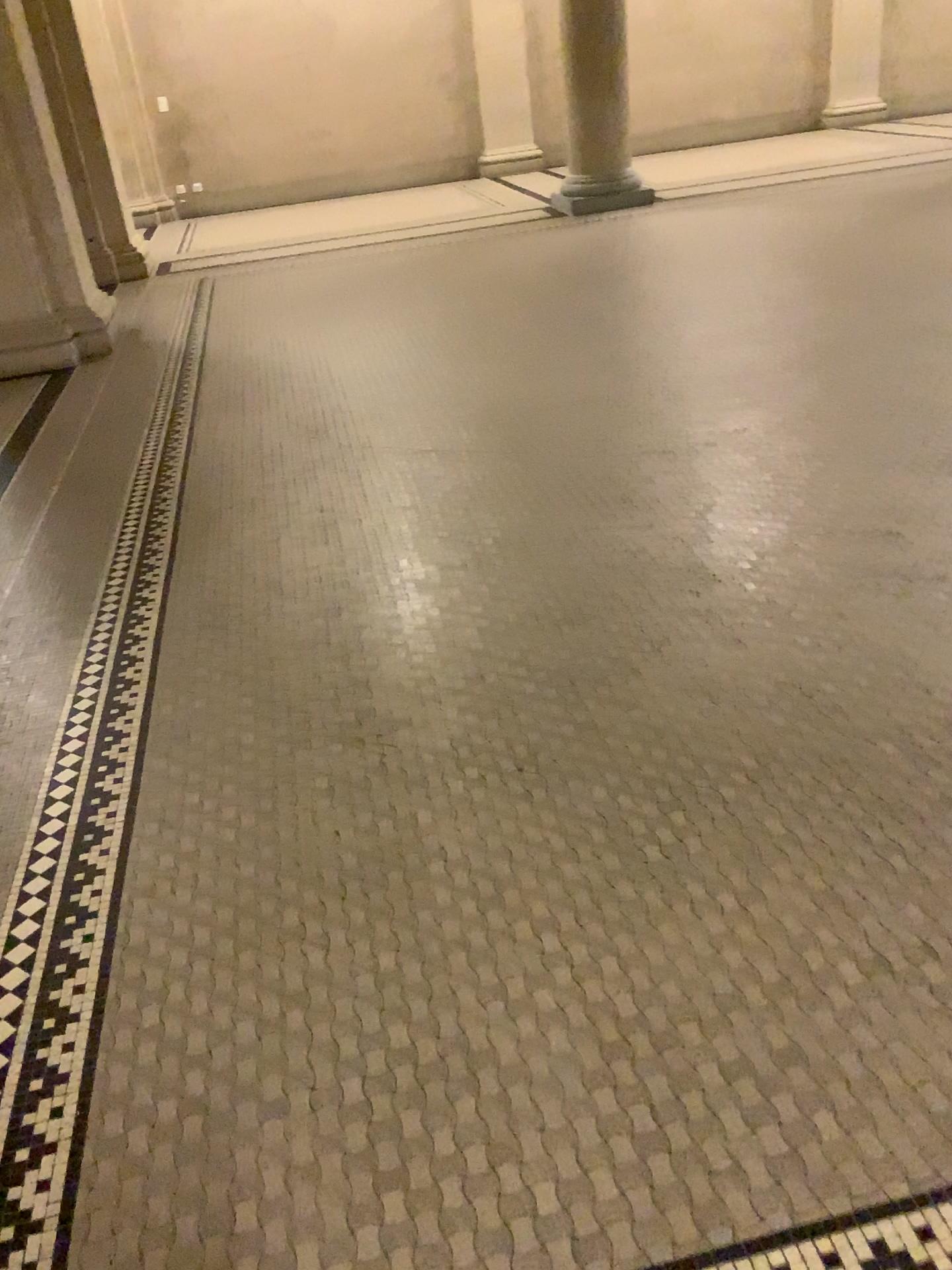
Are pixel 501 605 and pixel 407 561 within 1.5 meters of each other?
yes
